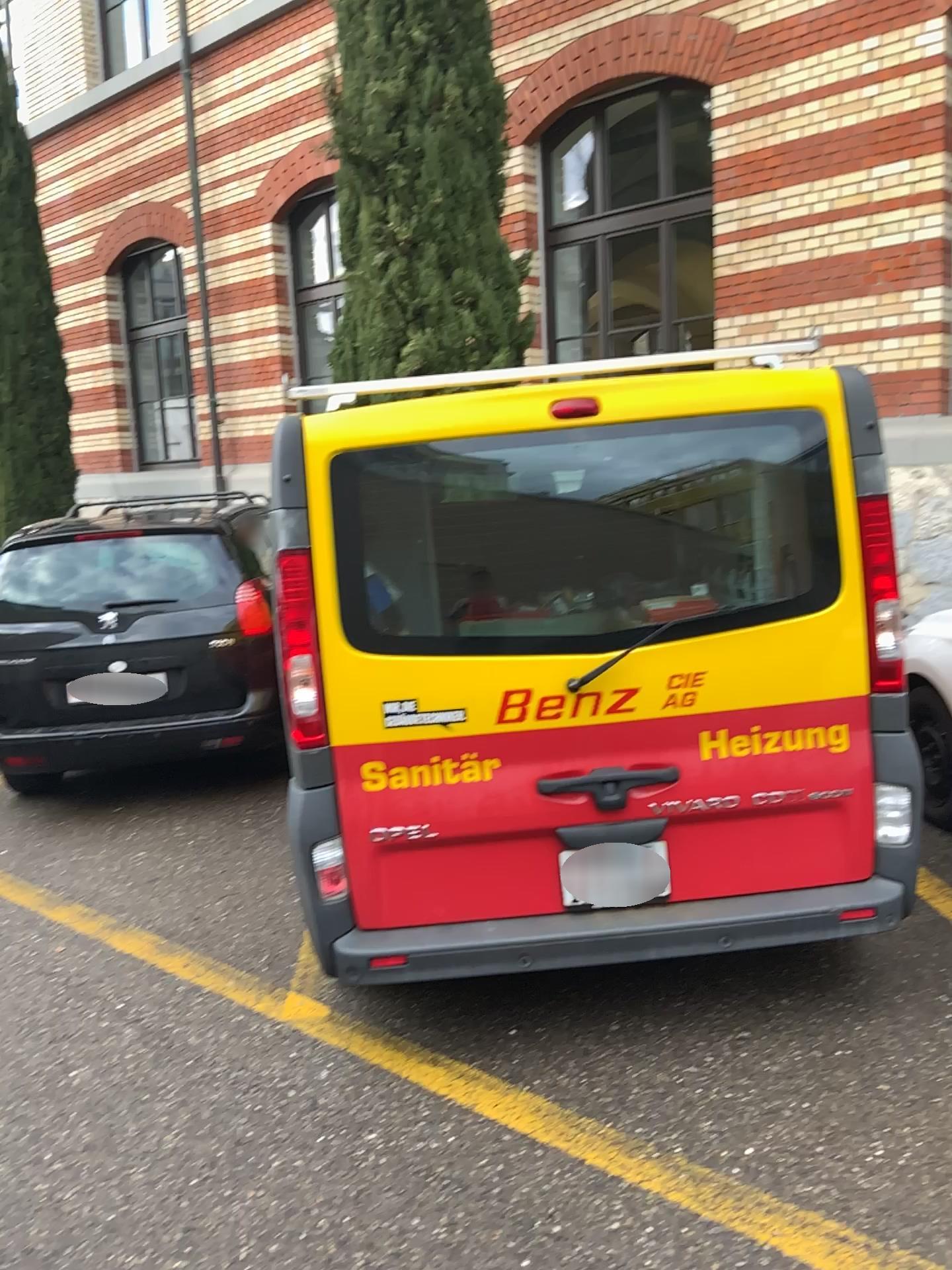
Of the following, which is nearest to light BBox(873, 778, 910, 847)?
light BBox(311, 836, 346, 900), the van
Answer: the van

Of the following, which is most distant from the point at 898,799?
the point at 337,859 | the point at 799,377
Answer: the point at 337,859

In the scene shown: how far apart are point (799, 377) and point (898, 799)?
1.2 meters

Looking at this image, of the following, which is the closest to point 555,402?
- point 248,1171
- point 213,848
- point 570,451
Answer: point 570,451

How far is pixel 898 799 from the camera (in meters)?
3.06

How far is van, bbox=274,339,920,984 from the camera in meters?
2.9 m

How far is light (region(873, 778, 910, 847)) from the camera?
3.1m

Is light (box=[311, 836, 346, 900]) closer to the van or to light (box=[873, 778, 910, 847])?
the van
